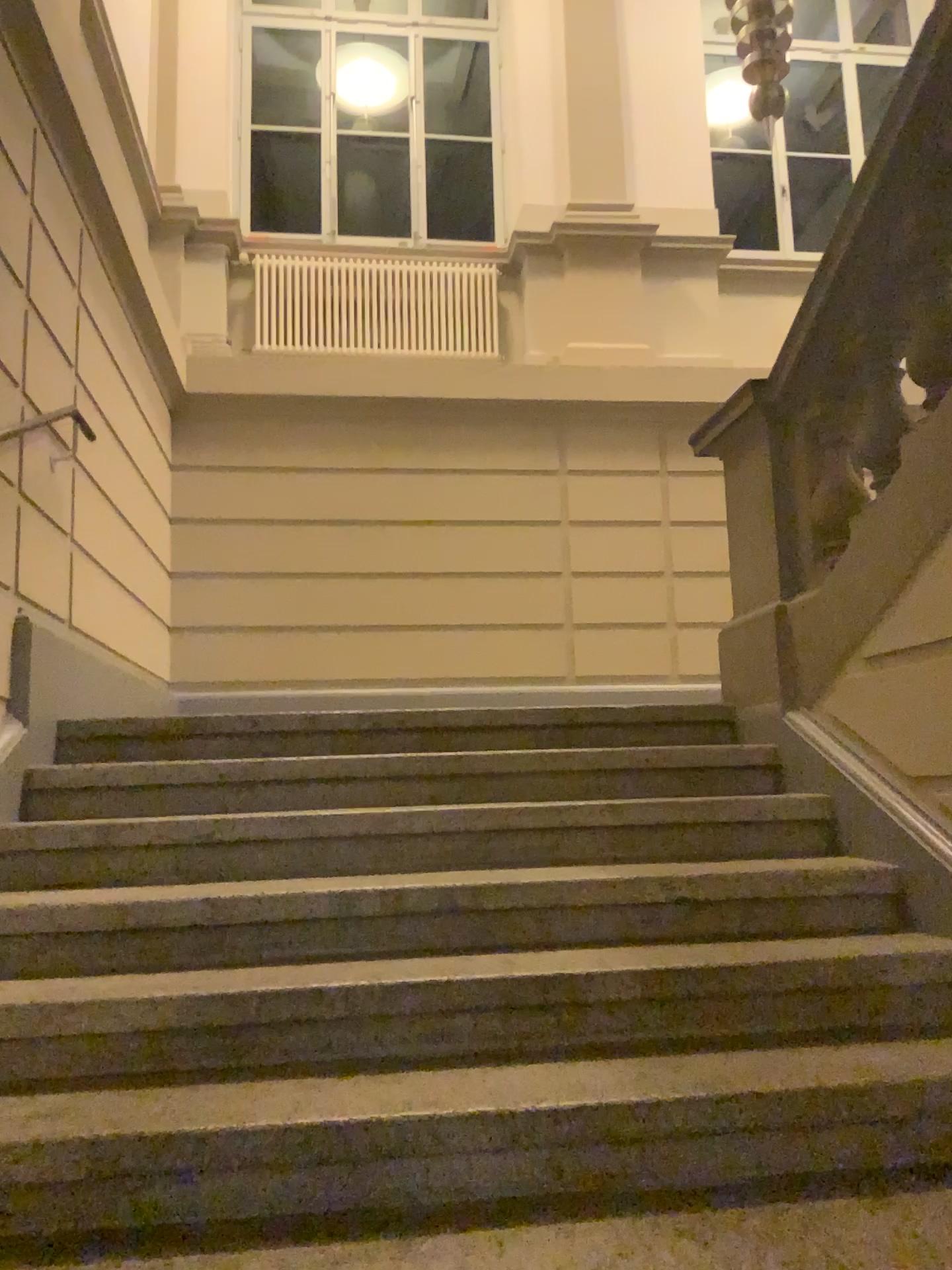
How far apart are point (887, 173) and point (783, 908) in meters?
1.8
